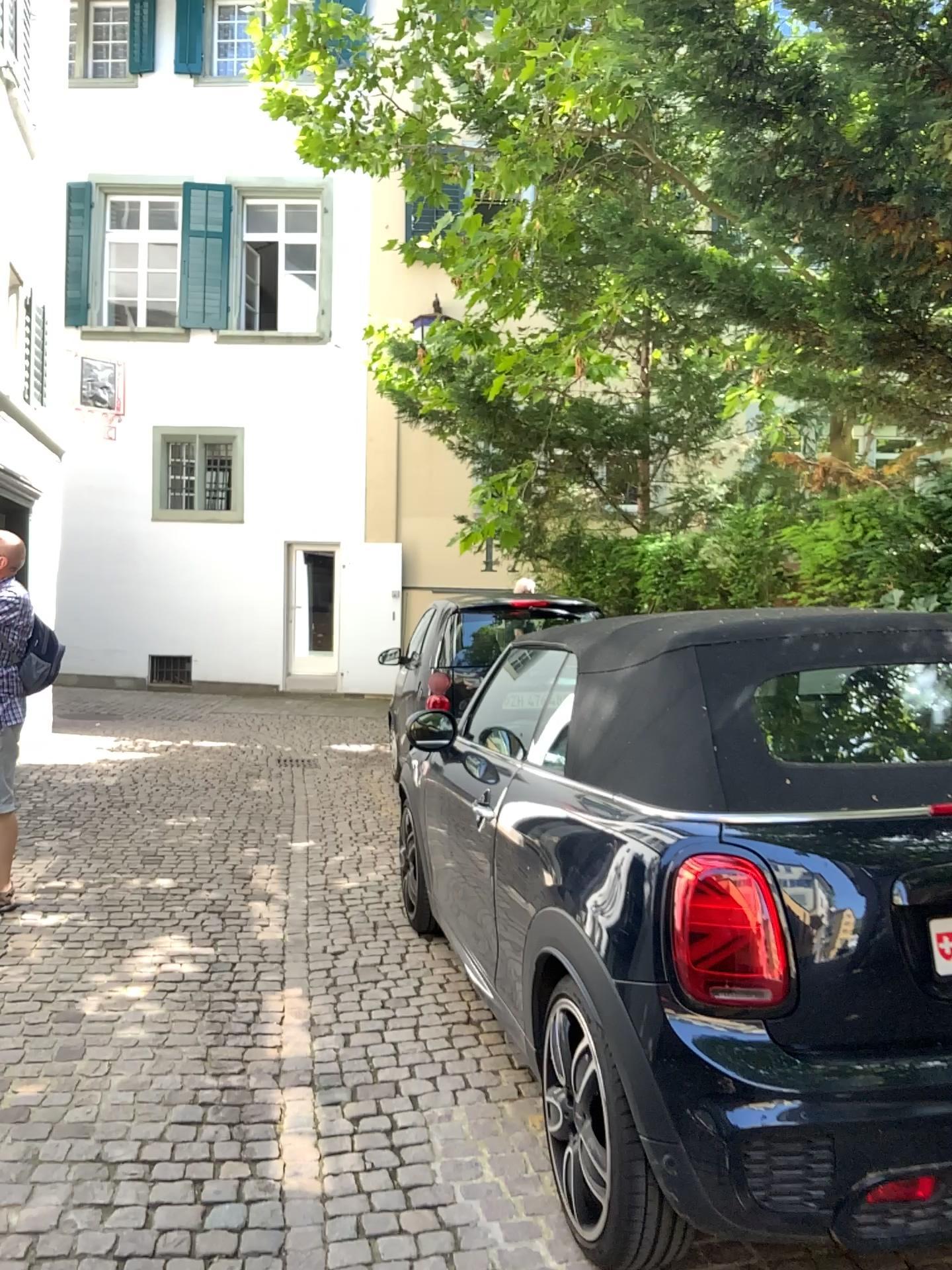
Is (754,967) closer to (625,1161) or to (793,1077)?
(793,1077)

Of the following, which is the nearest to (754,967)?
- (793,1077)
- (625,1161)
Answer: (793,1077)

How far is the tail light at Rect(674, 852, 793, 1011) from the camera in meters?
2.0

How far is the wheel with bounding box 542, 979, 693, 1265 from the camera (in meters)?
2.12

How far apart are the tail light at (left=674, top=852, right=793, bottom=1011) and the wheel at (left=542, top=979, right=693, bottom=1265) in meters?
0.3 m

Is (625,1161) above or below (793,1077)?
below

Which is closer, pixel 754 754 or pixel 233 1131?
pixel 754 754
